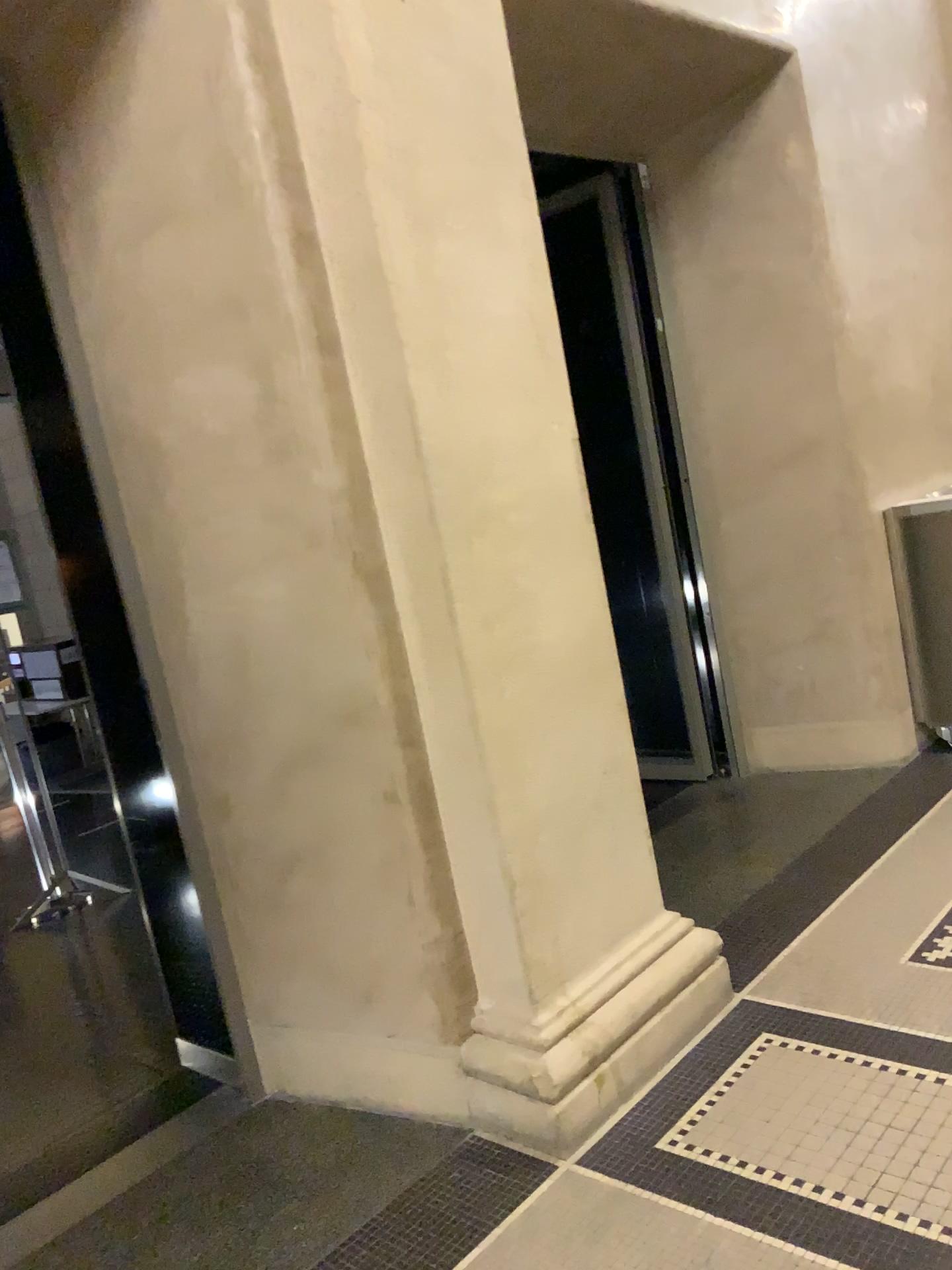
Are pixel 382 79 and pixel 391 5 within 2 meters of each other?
yes

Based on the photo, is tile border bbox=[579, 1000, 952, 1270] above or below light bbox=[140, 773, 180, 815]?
below

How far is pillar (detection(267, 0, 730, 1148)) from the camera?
2.2 meters

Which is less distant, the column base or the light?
the column base

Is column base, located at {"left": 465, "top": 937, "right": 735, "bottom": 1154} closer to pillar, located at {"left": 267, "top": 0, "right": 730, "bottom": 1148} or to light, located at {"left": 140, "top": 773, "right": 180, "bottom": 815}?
pillar, located at {"left": 267, "top": 0, "right": 730, "bottom": 1148}

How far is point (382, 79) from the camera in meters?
2.2

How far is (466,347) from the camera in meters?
2.3

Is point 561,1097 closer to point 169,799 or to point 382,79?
point 169,799

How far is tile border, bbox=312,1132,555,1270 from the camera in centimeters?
203cm

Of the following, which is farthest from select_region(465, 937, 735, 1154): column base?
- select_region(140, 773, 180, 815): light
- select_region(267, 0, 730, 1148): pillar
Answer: select_region(140, 773, 180, 815): light
